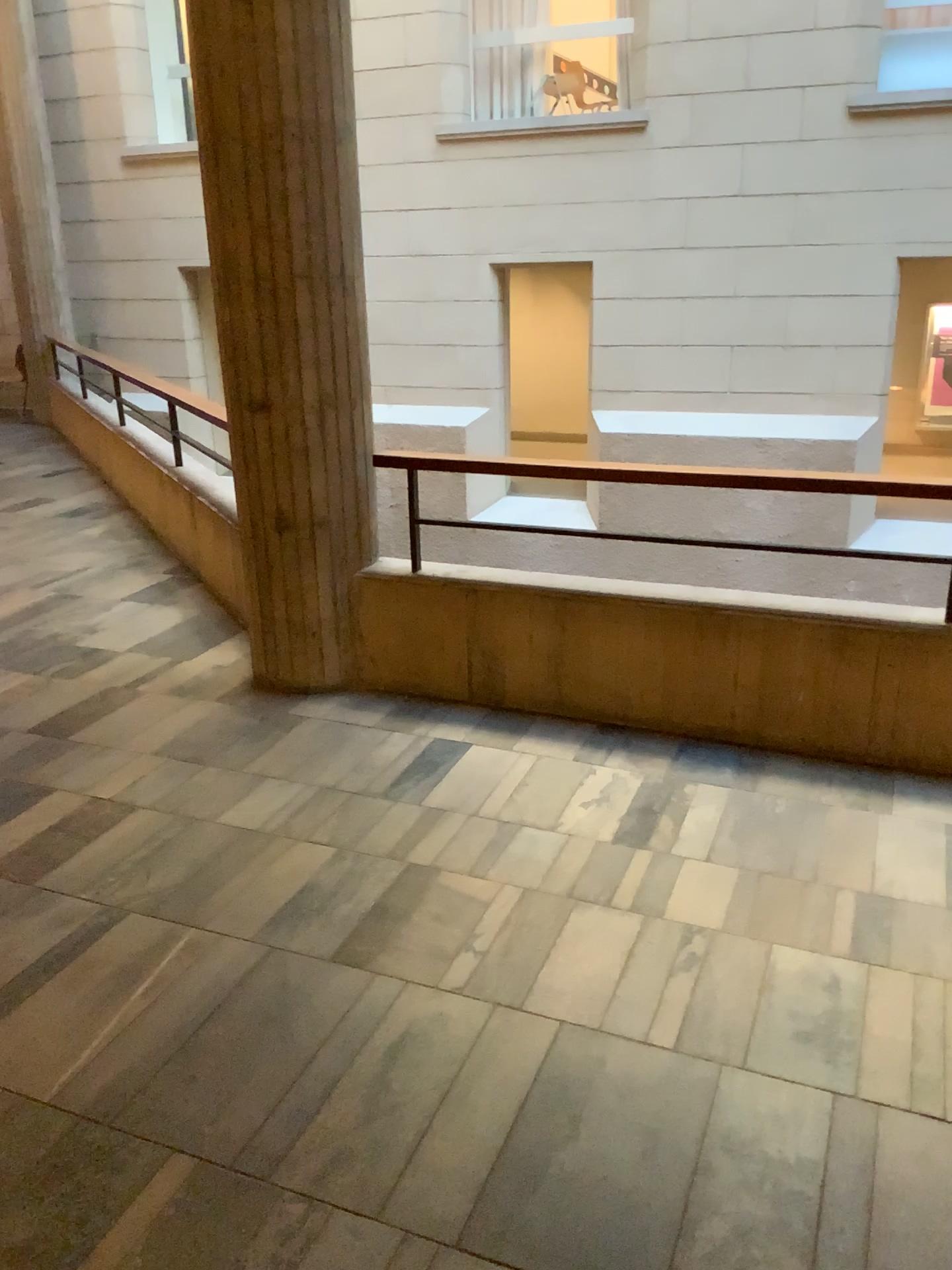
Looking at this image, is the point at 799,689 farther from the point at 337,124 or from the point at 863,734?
the point at 337,124
